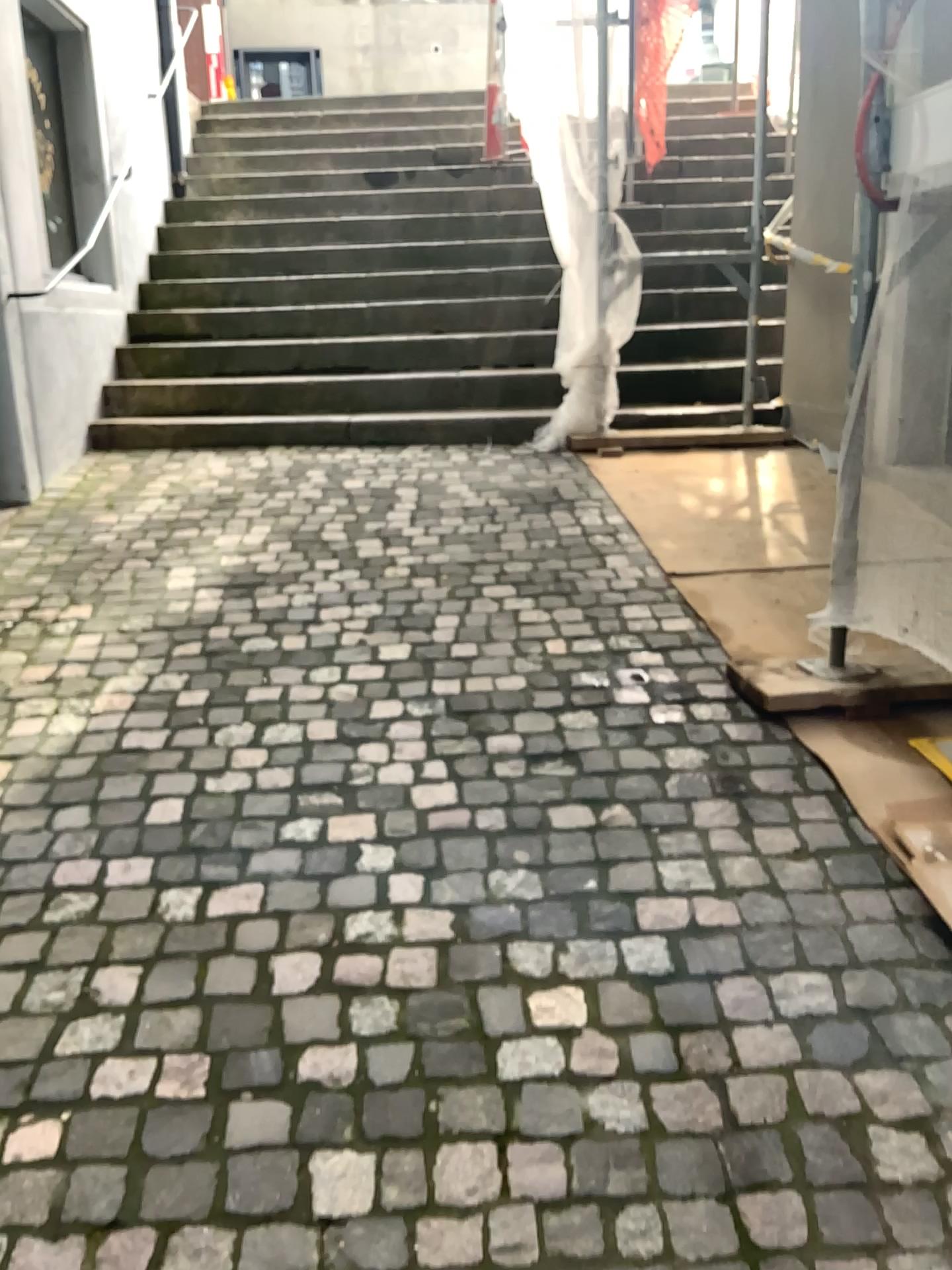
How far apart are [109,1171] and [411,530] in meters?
2.6
